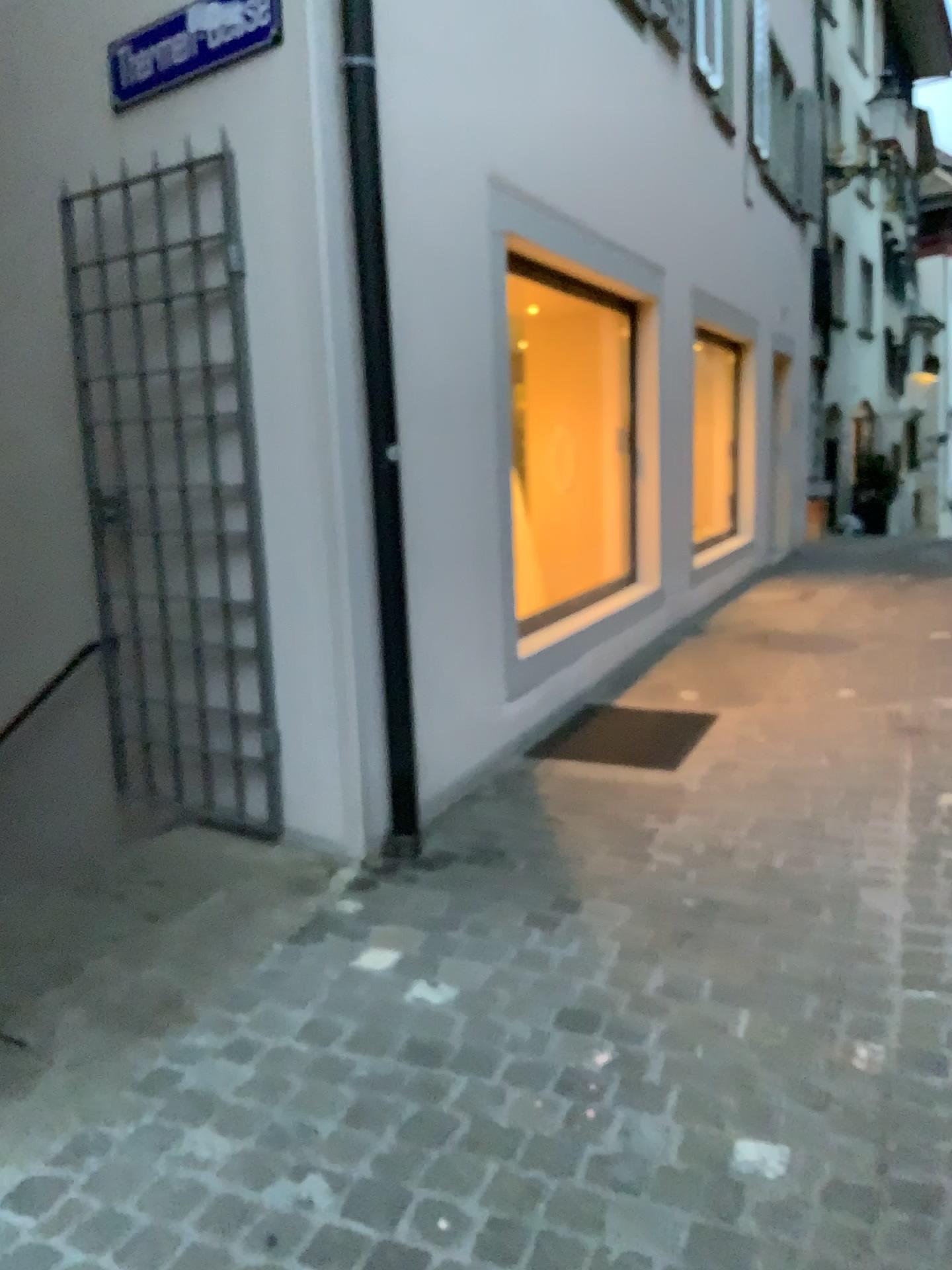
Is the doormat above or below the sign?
below

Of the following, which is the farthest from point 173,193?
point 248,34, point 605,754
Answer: point 605,754

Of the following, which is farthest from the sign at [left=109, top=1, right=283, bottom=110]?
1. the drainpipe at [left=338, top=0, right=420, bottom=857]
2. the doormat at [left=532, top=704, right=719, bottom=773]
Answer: the doormat at [left=532, top=704, right=719, bottom=773]

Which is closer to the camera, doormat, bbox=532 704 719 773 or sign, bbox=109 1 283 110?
sign, bbox=109 1 283 110

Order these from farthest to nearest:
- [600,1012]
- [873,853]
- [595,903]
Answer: [873,853], [595,903], [600,1012]

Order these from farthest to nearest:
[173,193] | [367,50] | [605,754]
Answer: [605,754] → [173,193] → [367,50]

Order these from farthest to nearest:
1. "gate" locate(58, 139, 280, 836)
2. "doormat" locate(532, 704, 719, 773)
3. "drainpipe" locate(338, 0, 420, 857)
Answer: "doormat" locate(532, 704, 719, 773), "gate" locate(58, 139, 280, 836), "drainpipe" locate(338, 0, 420, 857)

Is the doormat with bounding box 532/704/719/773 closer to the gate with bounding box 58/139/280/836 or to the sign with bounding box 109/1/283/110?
the gate with bounding box 58/139/280/836

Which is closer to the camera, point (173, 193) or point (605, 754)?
point (173, 193)

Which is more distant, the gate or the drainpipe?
the gate
